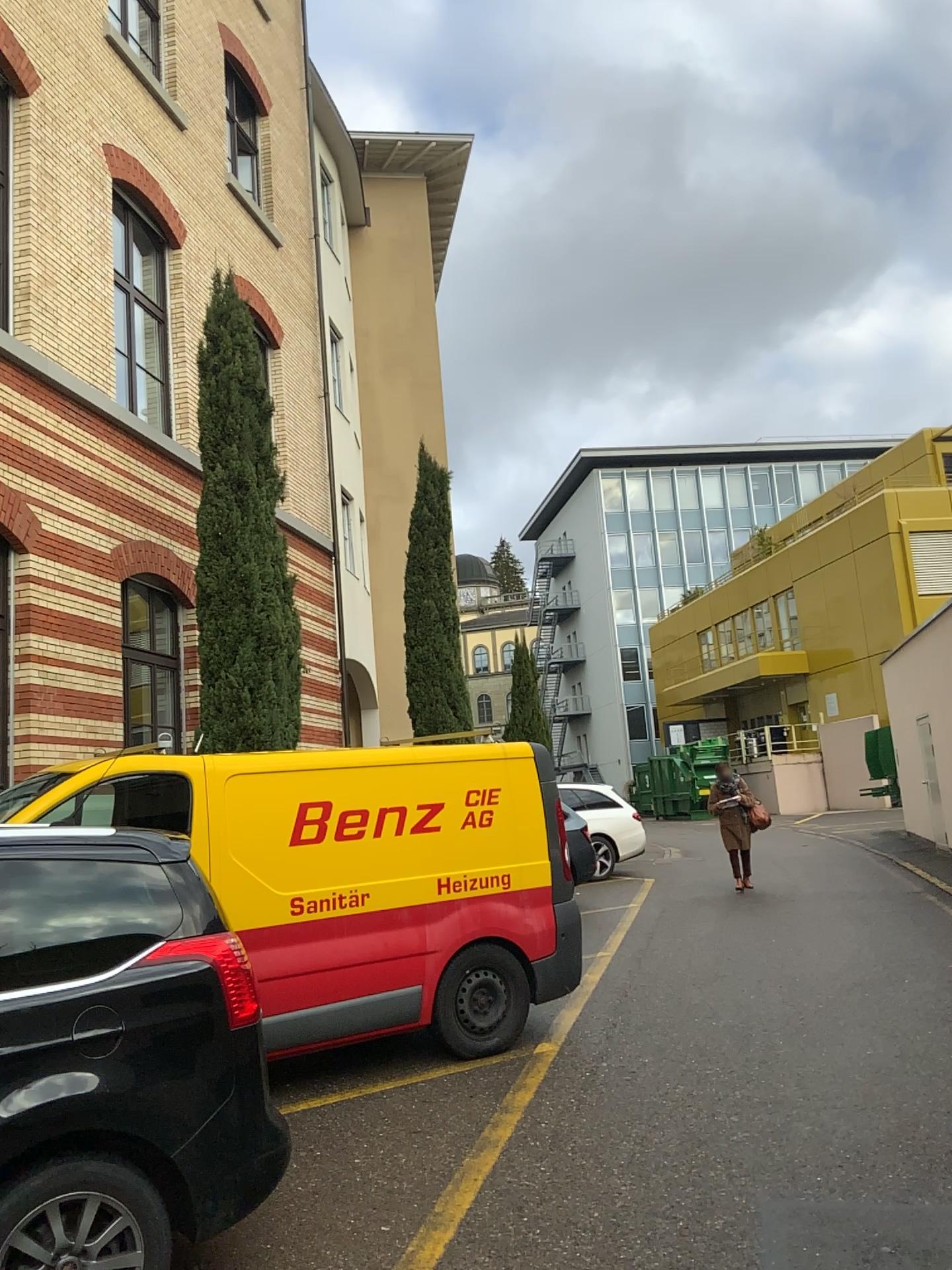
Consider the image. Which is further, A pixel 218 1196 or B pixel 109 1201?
A pixel 218 1196
